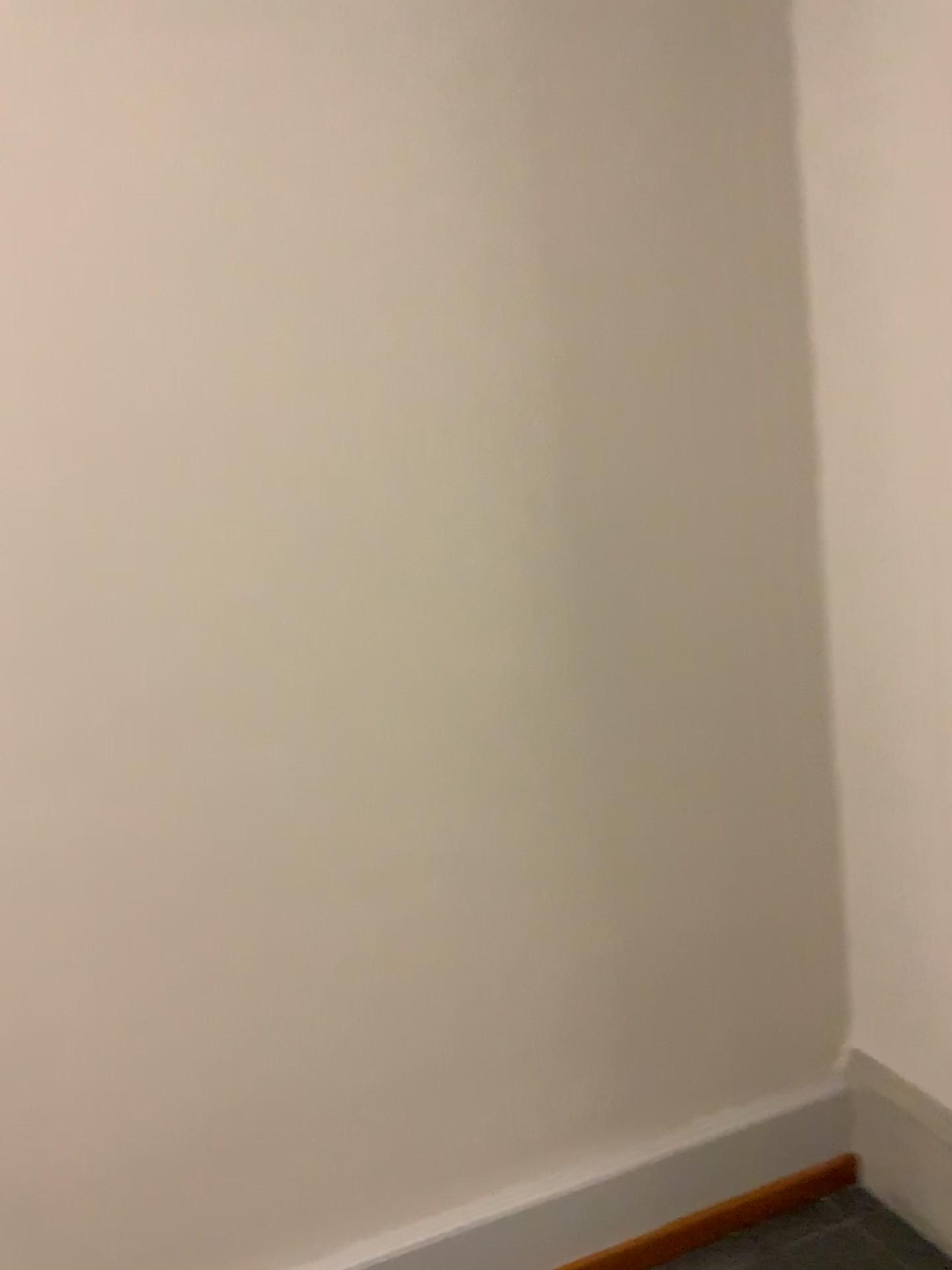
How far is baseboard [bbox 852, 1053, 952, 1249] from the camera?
1.92m

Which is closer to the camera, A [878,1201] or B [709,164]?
B [709,164]

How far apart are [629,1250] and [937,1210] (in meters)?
0.57

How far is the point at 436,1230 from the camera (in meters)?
1.80

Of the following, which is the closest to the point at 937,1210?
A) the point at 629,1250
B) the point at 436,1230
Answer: the point at 629,1250

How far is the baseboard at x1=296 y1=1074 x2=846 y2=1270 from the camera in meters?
1.8

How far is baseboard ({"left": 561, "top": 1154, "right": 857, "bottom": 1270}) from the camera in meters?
1.9
